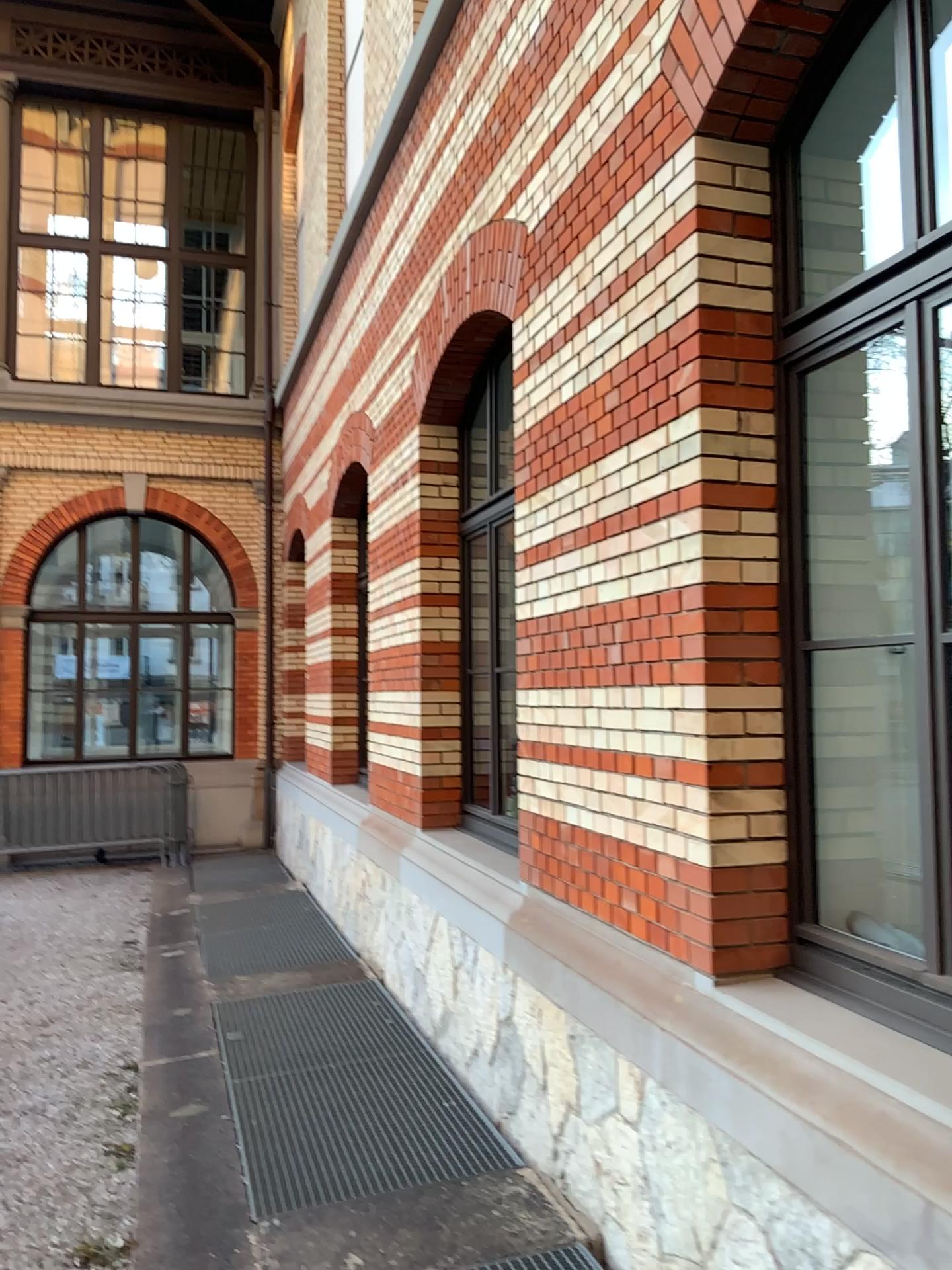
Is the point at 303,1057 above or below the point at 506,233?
below

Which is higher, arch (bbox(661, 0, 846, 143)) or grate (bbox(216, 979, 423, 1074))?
arch (bbox(661, 0, 846, 143))

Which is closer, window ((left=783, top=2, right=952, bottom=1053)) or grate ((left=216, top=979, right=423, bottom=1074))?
window ((left=783, top=2, right=952, bottom=1053))

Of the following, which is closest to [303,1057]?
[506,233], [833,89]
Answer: [506,233]

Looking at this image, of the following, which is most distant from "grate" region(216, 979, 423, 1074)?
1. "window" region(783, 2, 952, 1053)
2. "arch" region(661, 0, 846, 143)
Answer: "arch" region(661, 0, 846, 143)

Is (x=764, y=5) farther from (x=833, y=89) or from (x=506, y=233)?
(x=506, y=233)

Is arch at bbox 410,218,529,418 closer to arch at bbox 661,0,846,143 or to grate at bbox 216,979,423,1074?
arch at bbox 661,0,846,143

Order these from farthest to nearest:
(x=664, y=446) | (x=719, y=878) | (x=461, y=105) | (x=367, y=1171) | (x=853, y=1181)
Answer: (x=461, y=105) → (x=367, y=1171) → (x=664, y=446) → (x=719, y=878) → (x=853, y=1181)

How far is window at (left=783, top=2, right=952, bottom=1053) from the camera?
3.0 meters

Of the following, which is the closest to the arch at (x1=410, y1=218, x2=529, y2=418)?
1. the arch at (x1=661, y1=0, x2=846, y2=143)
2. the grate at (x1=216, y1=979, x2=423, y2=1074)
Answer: the arch at (x1=661, y1=0, x2=846, y2=143)
